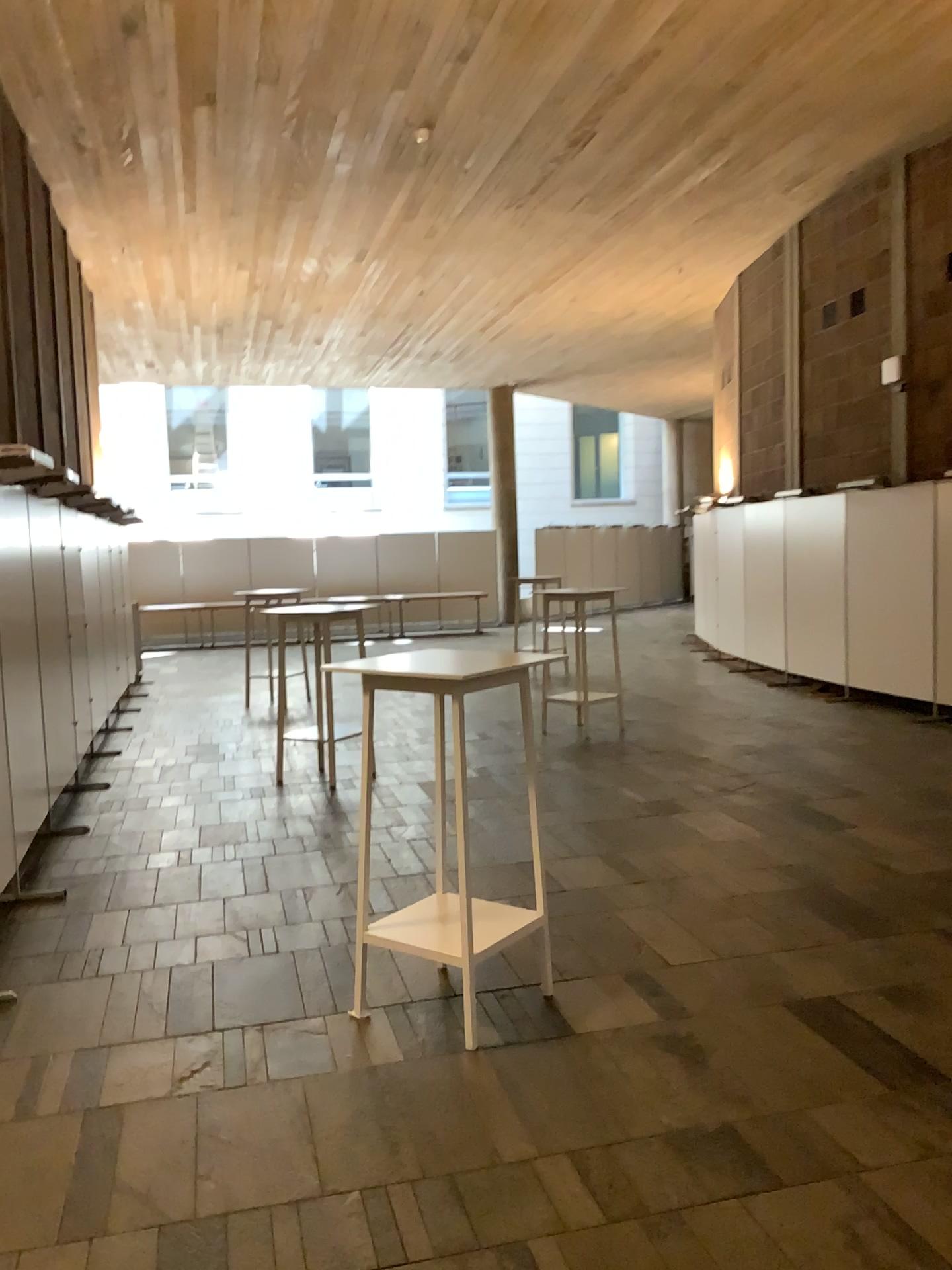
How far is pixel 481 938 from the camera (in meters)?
3.41

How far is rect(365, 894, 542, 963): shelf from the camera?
3.4 meters

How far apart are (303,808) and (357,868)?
2.6m
